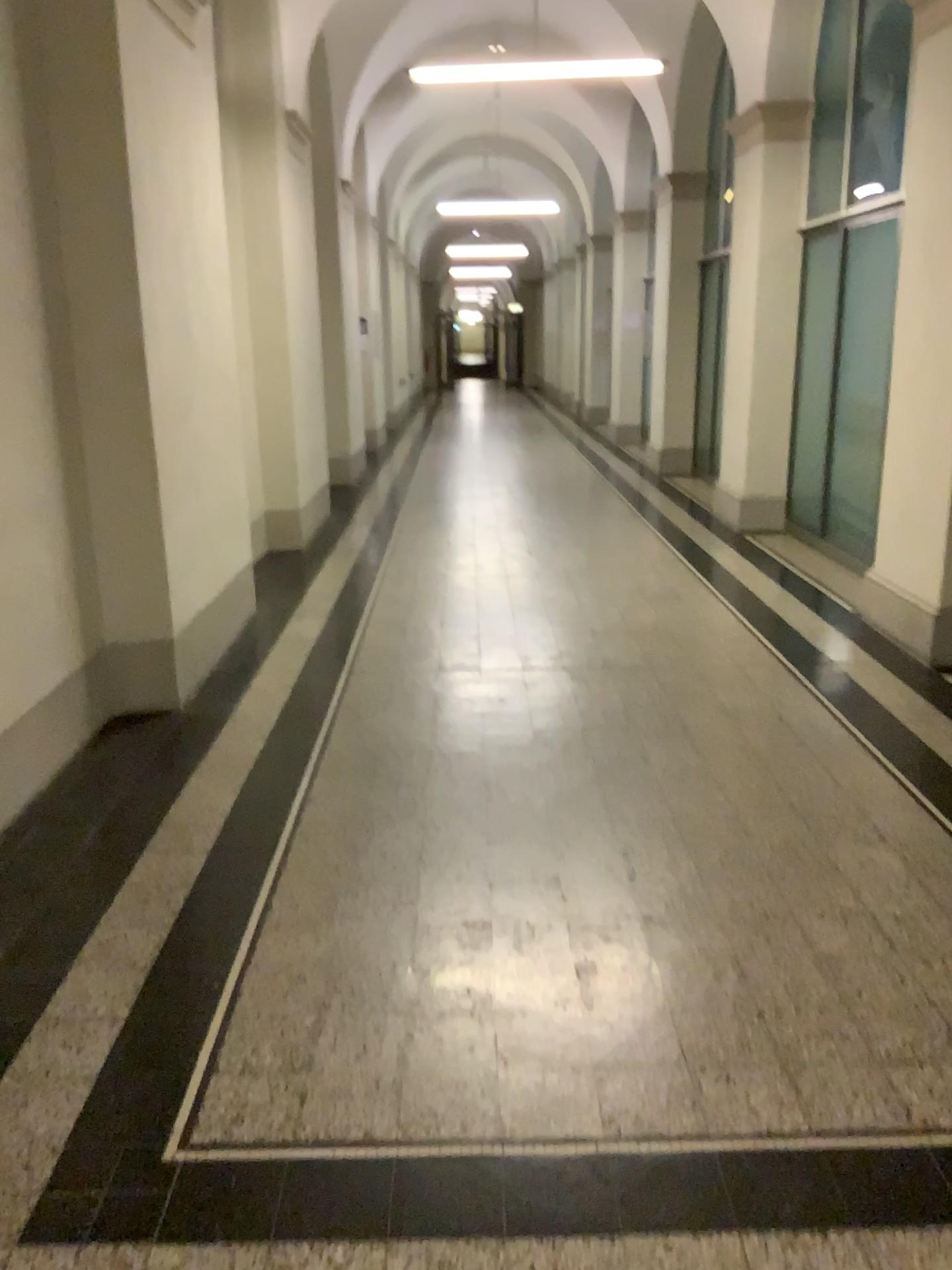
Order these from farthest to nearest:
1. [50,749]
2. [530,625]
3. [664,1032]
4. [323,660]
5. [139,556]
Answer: [530,625] → [323,660] → [139,556] → [50,749] → [664,1032]
